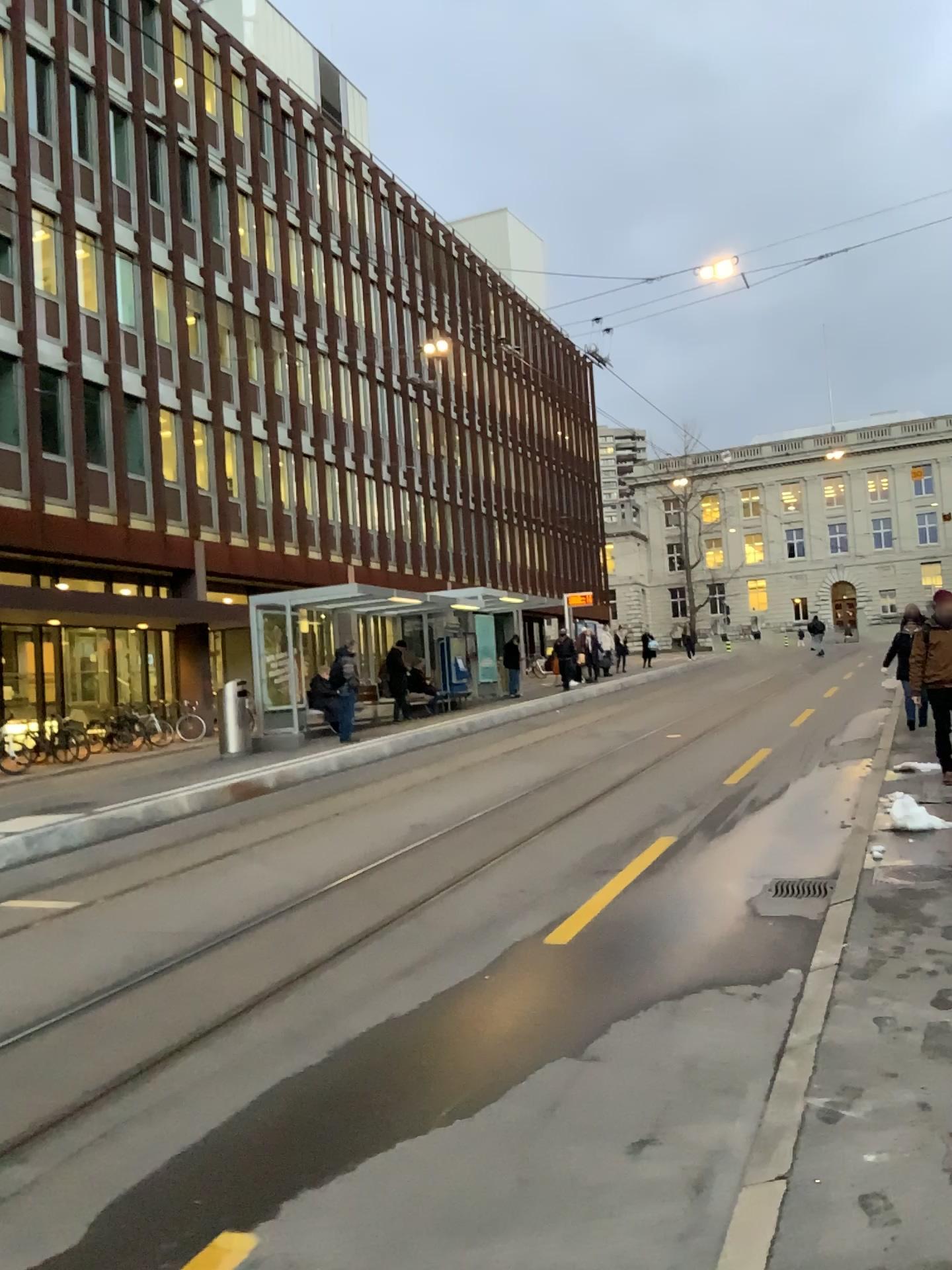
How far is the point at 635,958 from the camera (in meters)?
5.29
